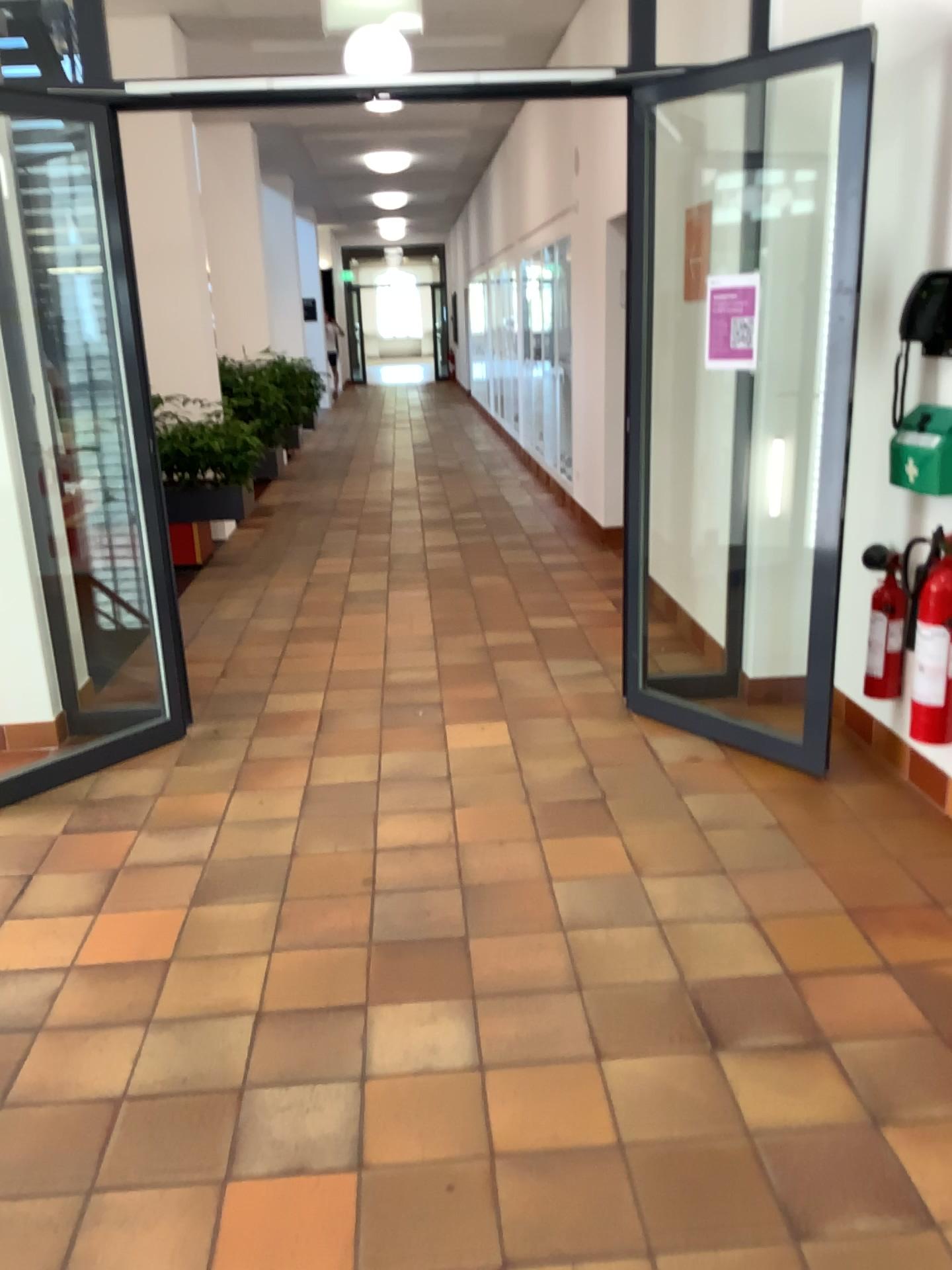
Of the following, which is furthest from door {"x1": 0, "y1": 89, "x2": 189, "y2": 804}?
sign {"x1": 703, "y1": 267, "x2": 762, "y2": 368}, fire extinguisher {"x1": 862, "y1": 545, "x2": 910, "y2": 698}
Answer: fire extinguisher {"x1": 862, "y1": 545, "x2": 910, "y2": 698}

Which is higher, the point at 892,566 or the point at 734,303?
the point at 734,303

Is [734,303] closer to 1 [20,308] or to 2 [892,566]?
2 [892,566]

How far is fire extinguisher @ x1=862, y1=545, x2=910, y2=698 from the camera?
3.54m

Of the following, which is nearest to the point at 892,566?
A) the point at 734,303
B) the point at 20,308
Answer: the point at 734,303

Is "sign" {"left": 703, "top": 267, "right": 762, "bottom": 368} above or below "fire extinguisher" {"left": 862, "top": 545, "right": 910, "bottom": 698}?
above

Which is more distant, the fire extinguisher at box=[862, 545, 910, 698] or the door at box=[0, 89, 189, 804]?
the door at box=[0, 89, 189, 804]

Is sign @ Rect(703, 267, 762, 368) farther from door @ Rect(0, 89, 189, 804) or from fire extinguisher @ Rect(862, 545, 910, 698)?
door @ Rect(0, 89, 189, 804)

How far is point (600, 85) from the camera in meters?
3.6 m
